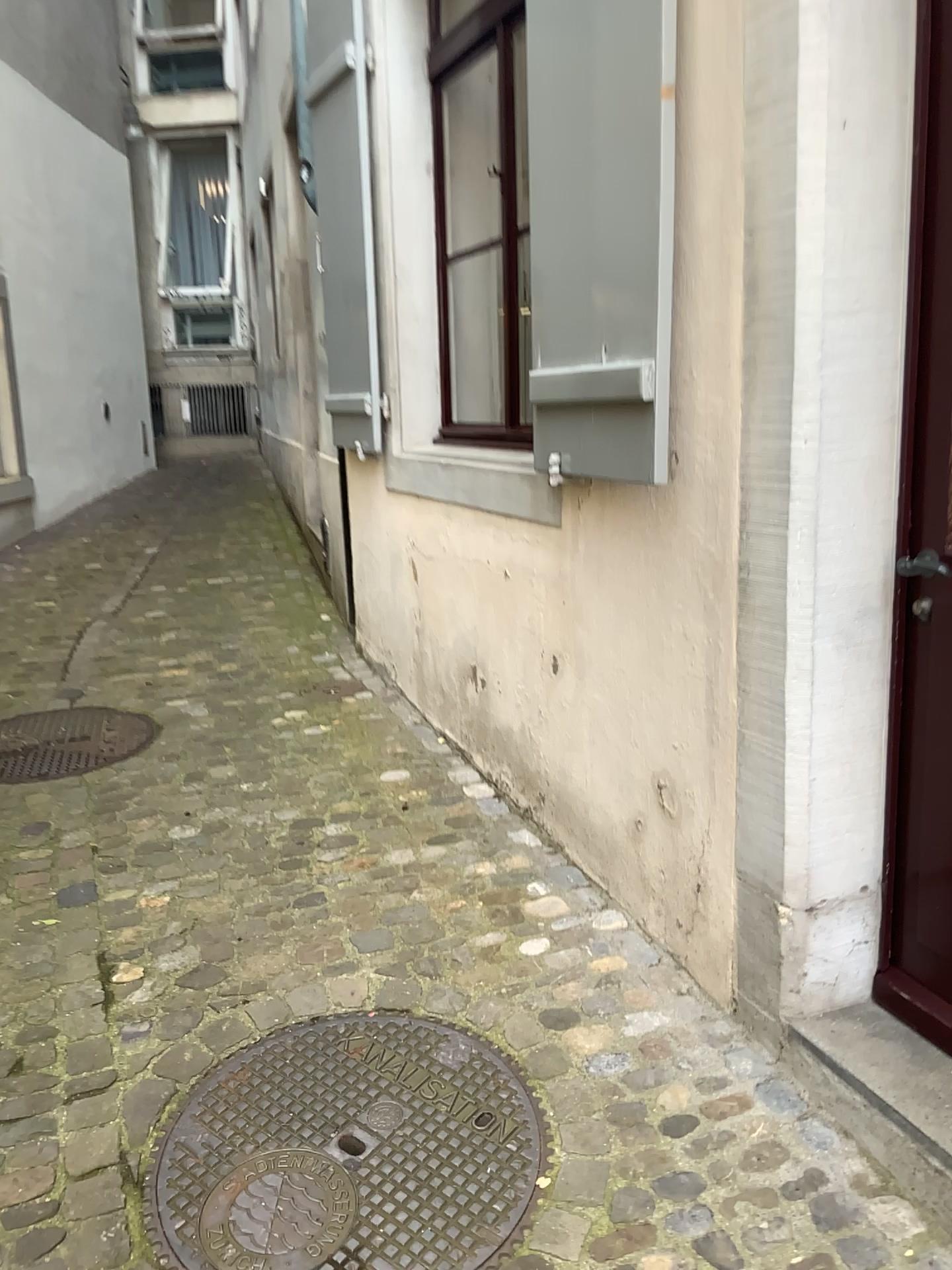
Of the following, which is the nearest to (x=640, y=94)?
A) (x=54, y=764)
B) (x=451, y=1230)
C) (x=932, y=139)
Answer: (x=932, y=139)

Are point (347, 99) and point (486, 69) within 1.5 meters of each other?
yes

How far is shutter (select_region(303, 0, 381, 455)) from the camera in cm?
373

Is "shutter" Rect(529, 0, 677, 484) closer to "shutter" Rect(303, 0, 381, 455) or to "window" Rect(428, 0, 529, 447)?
"window" Rect(428, 0, 529, 447)

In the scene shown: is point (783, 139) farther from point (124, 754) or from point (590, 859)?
point (124, 754)

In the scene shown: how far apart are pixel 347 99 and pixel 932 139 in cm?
253

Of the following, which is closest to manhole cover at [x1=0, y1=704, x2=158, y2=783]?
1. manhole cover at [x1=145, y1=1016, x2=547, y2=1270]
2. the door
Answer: manhole cover at [x1=145, y1=1016, x2=547, y2=1270]

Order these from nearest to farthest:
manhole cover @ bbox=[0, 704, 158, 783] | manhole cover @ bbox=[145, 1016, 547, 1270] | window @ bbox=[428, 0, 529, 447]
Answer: manhole cover @ bbox=[145, 1016, 547, 1270], manhole cover @ bbox=[0, 704, 158, 783], window @ bbox=[428, 0, 529, 447]

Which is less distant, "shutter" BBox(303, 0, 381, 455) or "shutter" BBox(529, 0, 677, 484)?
"shutter" BBox(529, 0, 677, 484)

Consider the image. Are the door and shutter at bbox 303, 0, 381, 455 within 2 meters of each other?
Answer: no
